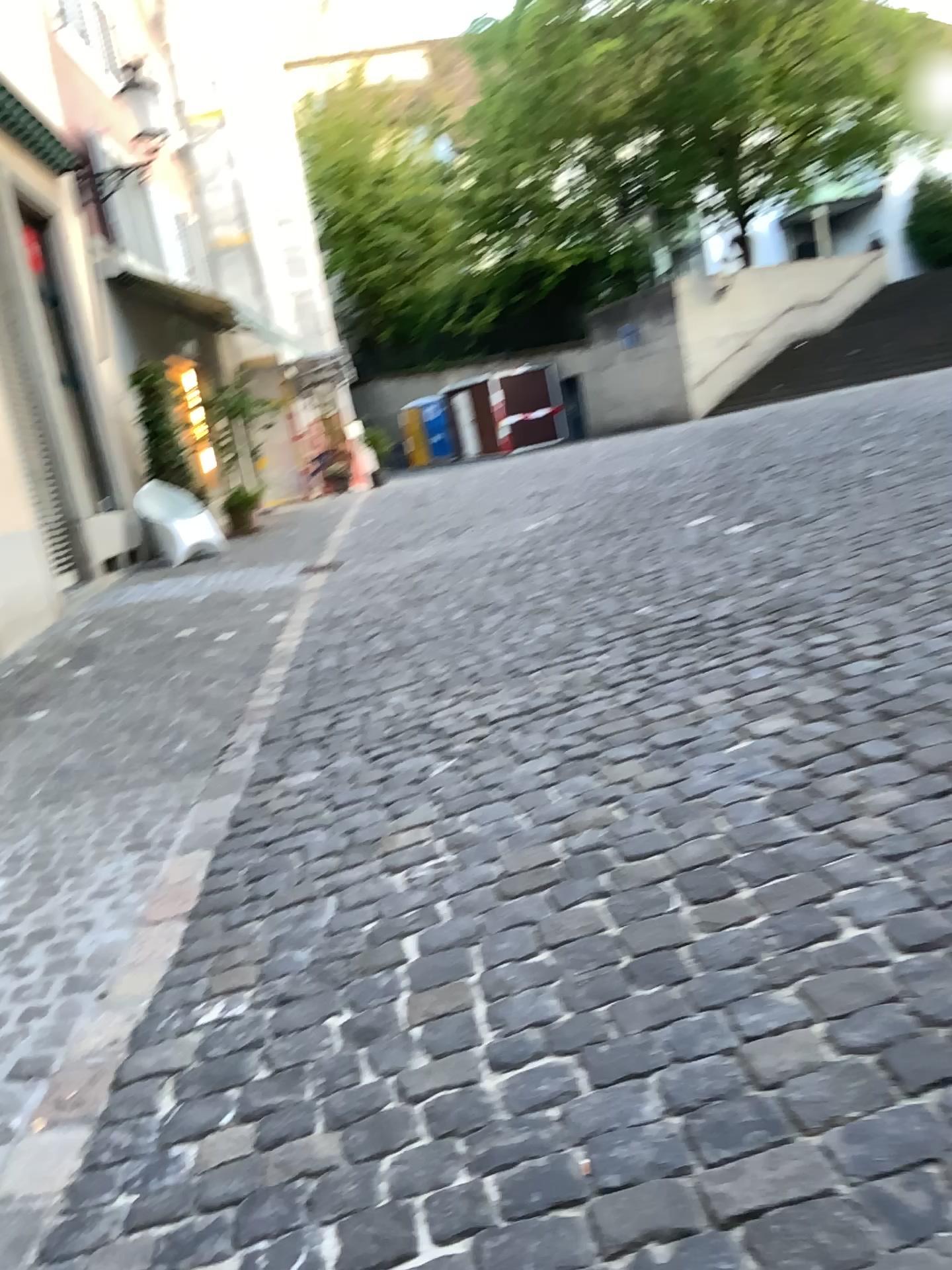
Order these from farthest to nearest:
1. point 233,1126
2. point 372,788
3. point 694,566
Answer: point 694,566, point 372,788, point 233,1126
